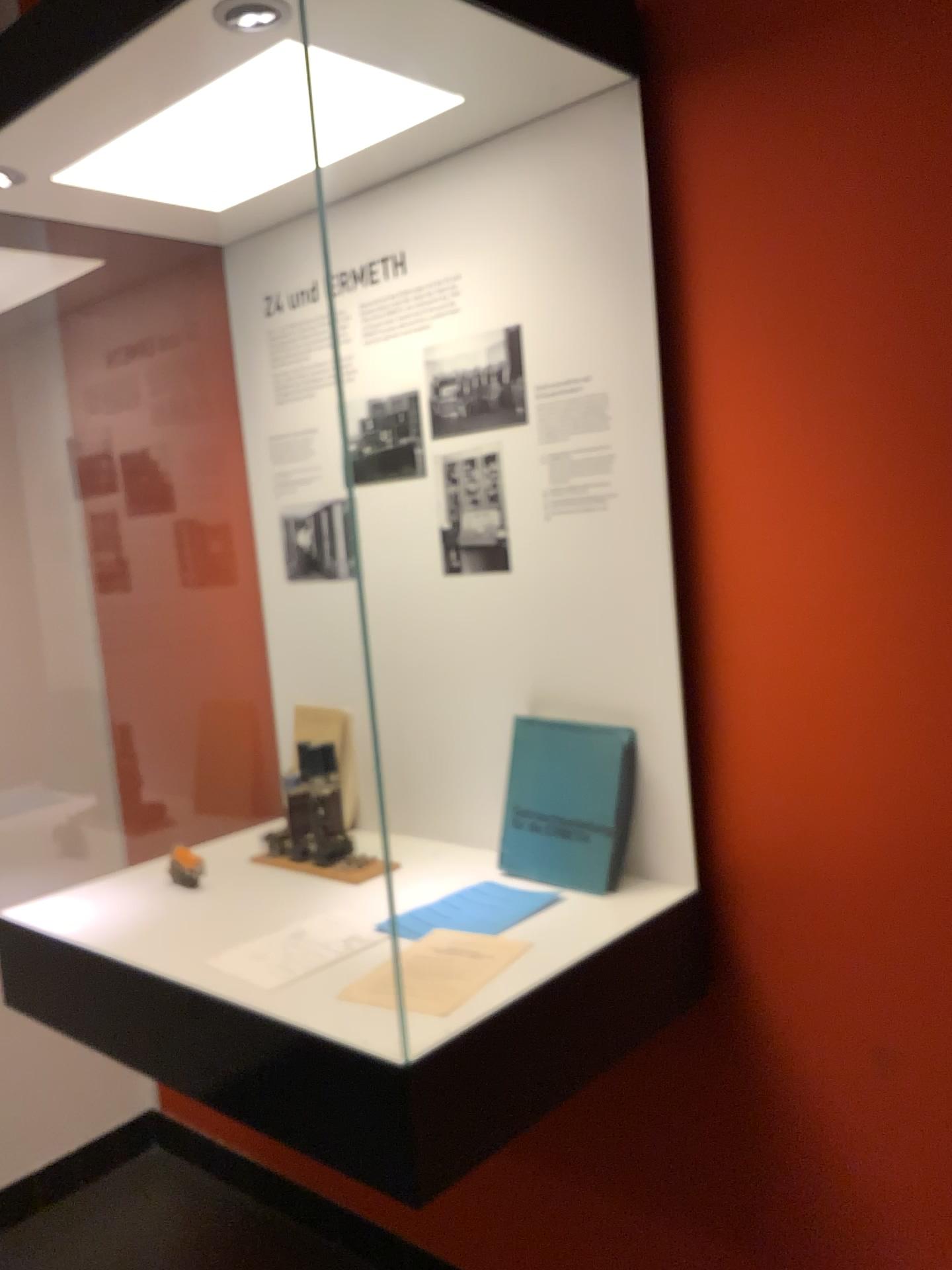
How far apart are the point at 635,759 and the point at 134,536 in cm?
133

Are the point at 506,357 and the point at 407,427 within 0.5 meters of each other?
yes

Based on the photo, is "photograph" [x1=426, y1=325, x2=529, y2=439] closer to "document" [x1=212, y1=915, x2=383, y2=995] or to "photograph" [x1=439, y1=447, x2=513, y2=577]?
"photograph" [x1=439, y1=447, x2=513, y2=577]

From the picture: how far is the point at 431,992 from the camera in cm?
122

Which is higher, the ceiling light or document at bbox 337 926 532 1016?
the ceiling light

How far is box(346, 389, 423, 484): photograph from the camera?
1.8 meters

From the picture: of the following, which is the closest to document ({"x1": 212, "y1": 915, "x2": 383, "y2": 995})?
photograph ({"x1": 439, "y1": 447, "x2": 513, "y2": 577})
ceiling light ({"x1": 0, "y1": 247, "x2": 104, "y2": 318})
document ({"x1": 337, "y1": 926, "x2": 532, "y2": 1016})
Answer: document ({"x1": 337, "y1": 926, "x2": 532, "y2": 1016})

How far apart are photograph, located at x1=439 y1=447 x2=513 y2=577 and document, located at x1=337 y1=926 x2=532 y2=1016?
0.6 meters

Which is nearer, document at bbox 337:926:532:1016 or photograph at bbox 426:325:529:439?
document at bbox 337:926:532:1016

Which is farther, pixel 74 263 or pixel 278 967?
pixel 74 263
